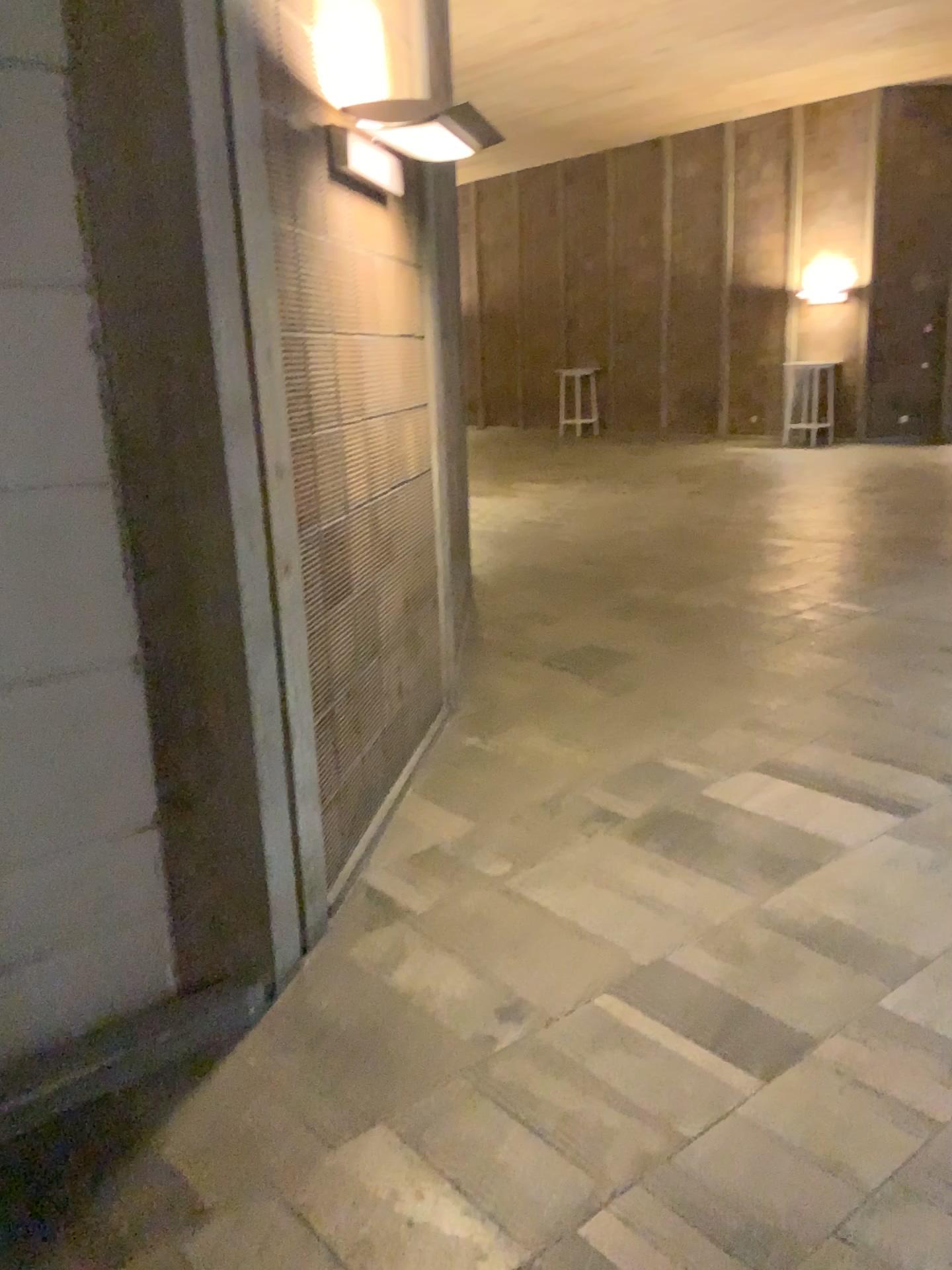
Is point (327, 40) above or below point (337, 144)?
above

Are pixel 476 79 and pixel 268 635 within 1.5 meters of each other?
no

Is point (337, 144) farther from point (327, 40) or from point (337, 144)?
point (327, 40)

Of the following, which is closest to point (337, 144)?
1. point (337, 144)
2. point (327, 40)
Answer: point (337, 144)
